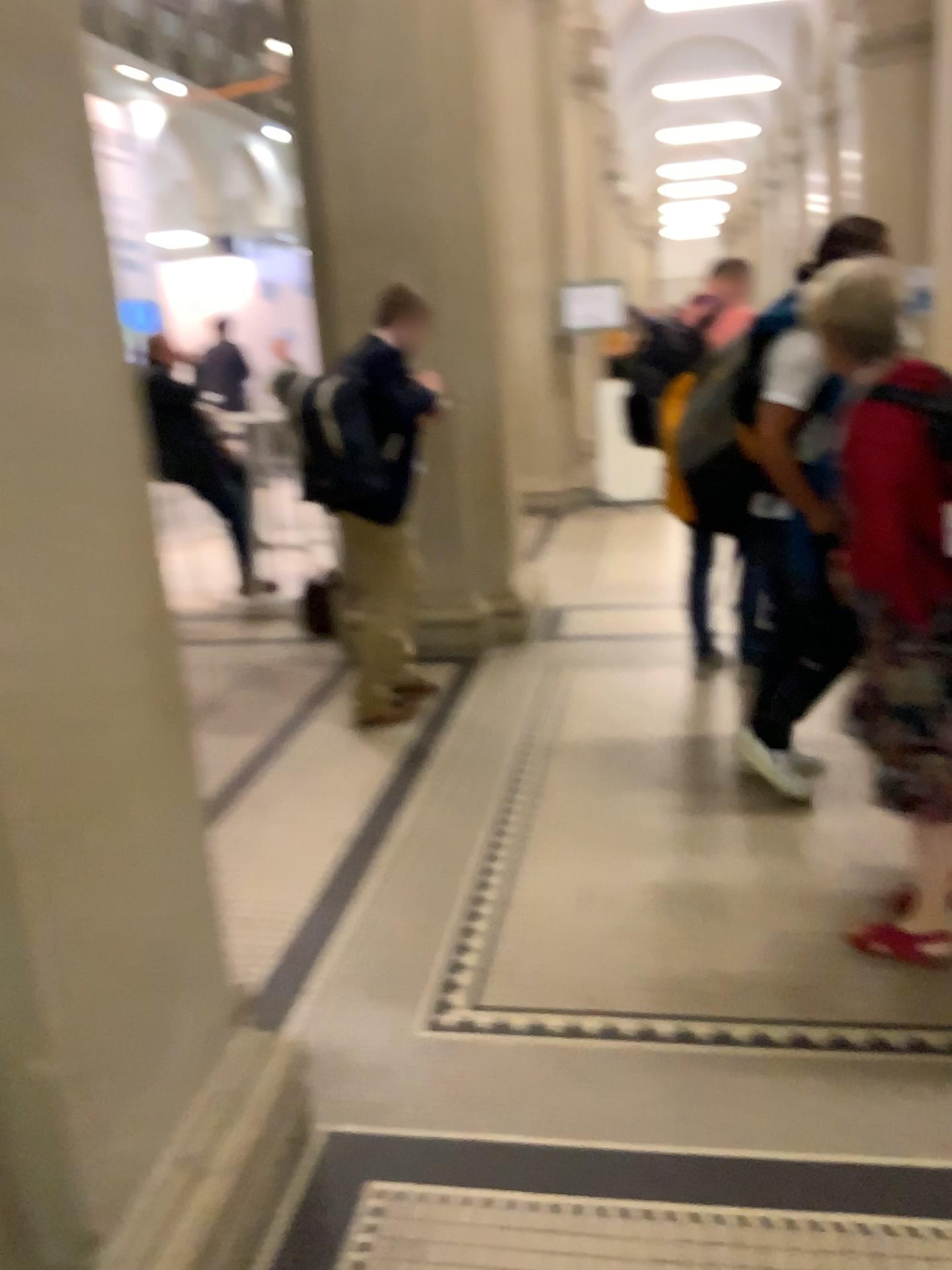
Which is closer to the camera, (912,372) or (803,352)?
(912,372)

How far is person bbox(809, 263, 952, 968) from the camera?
2.21m

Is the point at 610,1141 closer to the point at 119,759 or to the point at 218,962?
the point at 218,962

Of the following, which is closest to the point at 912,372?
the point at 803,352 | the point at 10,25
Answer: the point at 803,352

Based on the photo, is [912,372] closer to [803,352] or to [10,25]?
[803,352]

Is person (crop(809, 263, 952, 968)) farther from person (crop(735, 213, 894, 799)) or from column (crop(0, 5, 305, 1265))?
column (crop(0, 5, 305, 1265))

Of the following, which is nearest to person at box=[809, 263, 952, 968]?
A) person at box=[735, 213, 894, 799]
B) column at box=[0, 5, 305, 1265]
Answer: person at box=[735, 213, 894, 799]

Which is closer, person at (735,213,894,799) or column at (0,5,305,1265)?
column at (0,5,305,1265)

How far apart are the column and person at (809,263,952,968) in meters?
1.4 m

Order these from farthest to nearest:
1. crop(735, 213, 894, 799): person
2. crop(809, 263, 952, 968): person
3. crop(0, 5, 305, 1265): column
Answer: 1. crop(735, 213, 894, 799): person
2. crop(809, 263, 952, 968): person
3. crop(0, 5, 305, 1265): column
